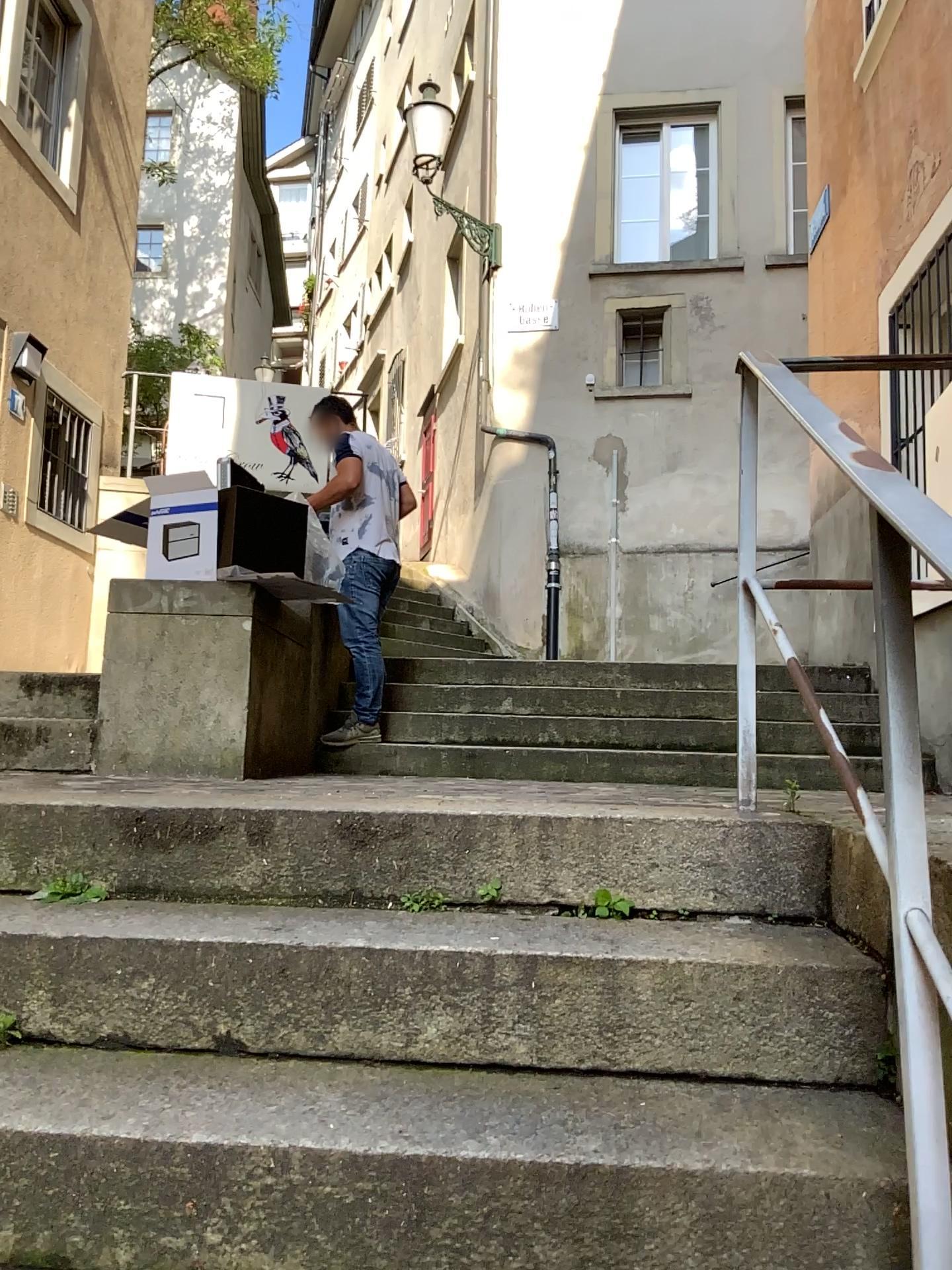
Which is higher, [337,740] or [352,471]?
[352,471]

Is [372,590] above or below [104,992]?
above
